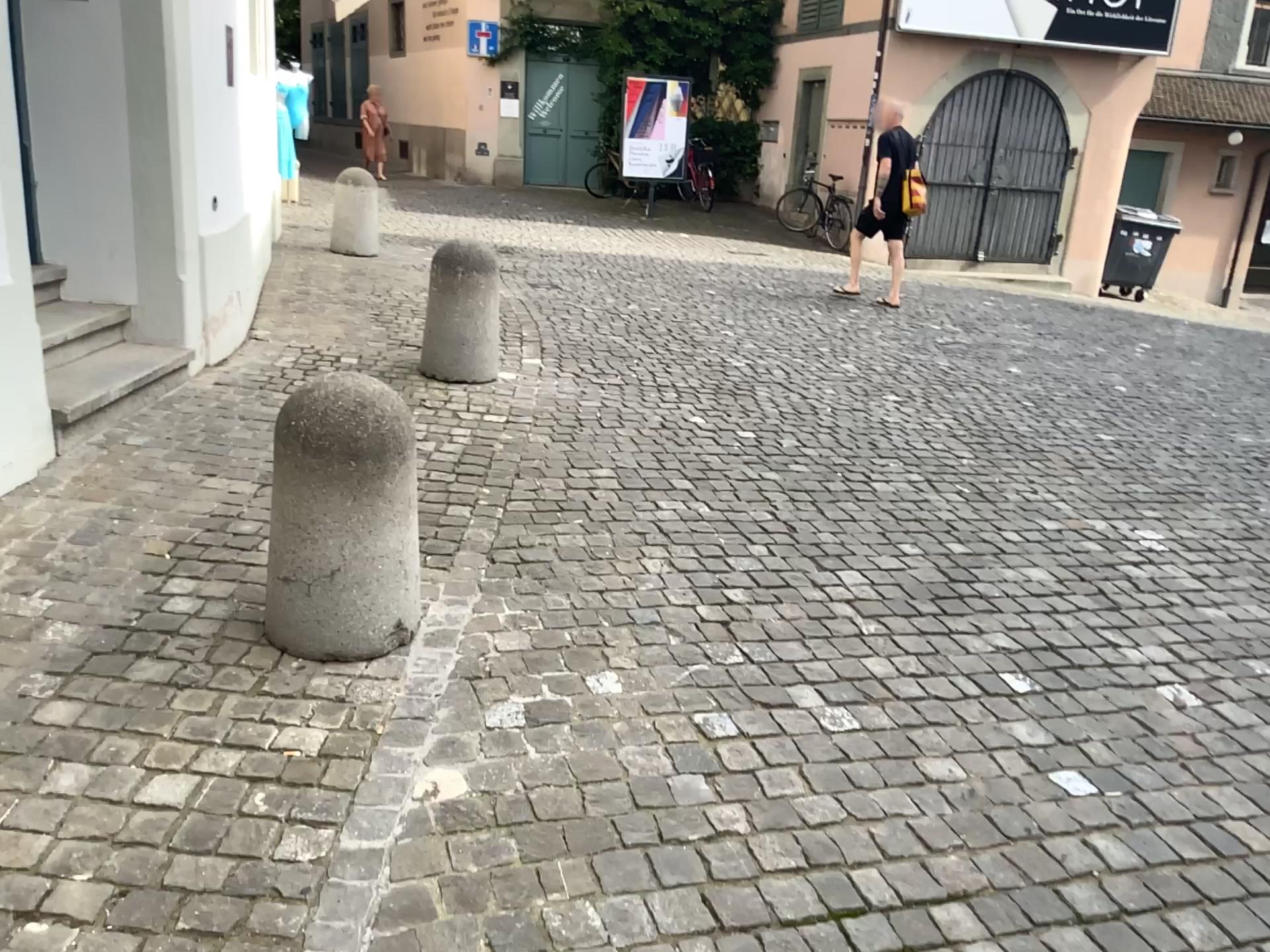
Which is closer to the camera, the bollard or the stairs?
the bollard

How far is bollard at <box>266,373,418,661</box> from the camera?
2.5 meters

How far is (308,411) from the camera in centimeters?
251cm

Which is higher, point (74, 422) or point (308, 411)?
point (308, 411)

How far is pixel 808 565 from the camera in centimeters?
358cm

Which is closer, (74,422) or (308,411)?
(308,411)
